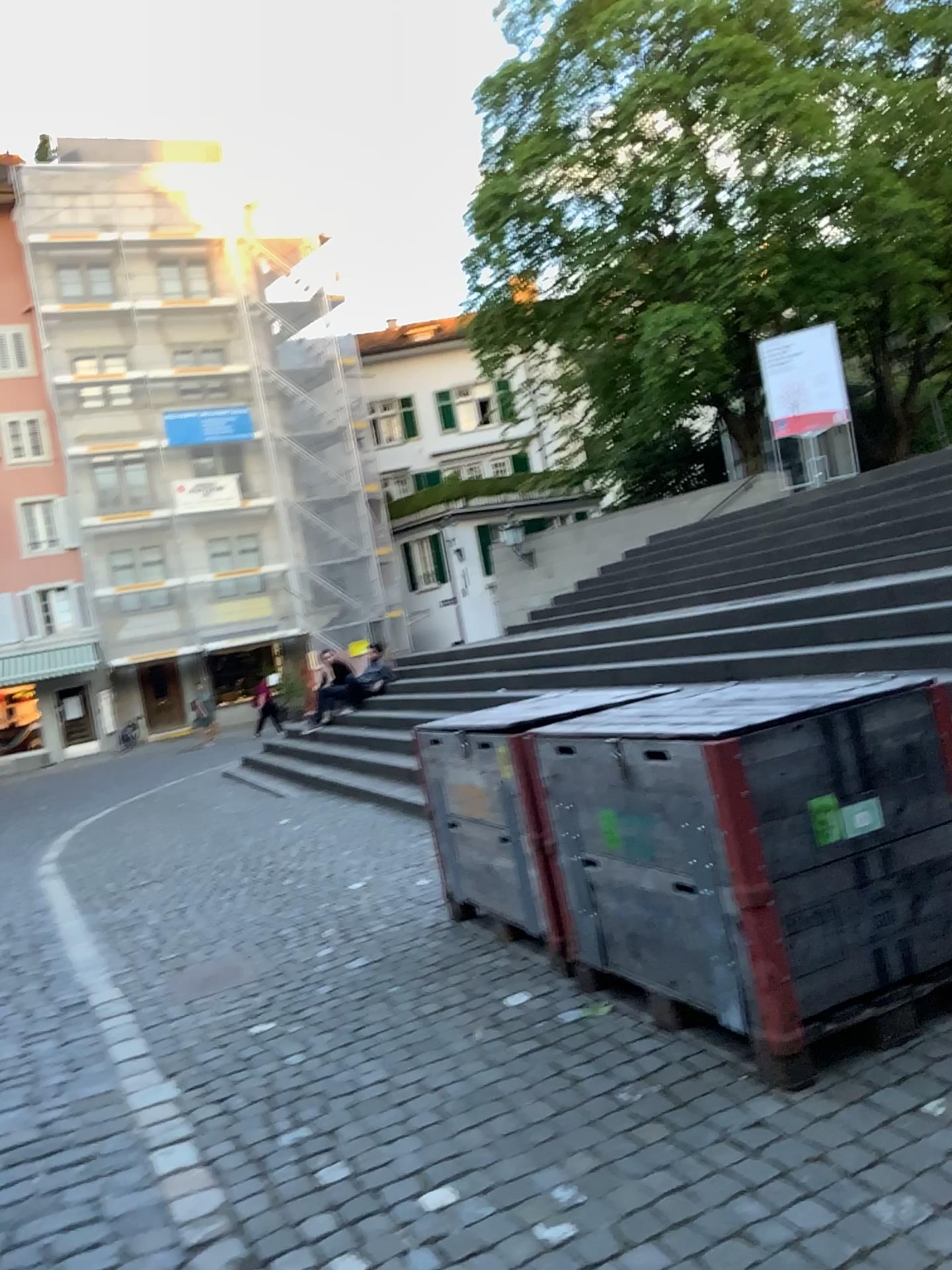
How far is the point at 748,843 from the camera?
2.81m

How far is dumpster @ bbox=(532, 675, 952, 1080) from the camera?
2.8m

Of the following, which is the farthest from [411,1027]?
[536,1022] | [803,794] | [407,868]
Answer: [407,868]
